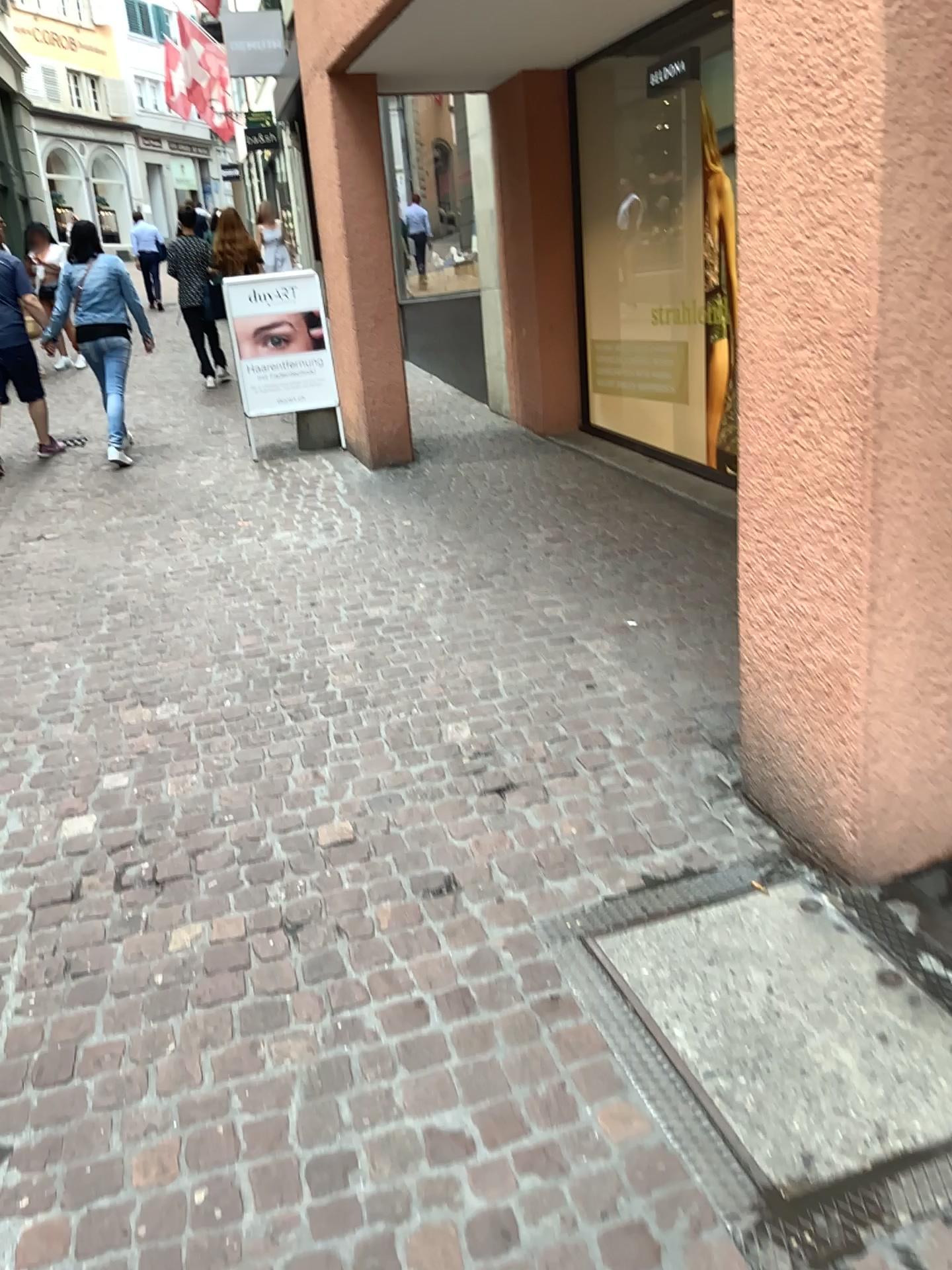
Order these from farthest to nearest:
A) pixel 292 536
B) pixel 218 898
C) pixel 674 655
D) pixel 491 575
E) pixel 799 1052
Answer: pixel 292 536, pixel 491 575, pixel 674 655, pixel 218 898, pixel 799 1052
